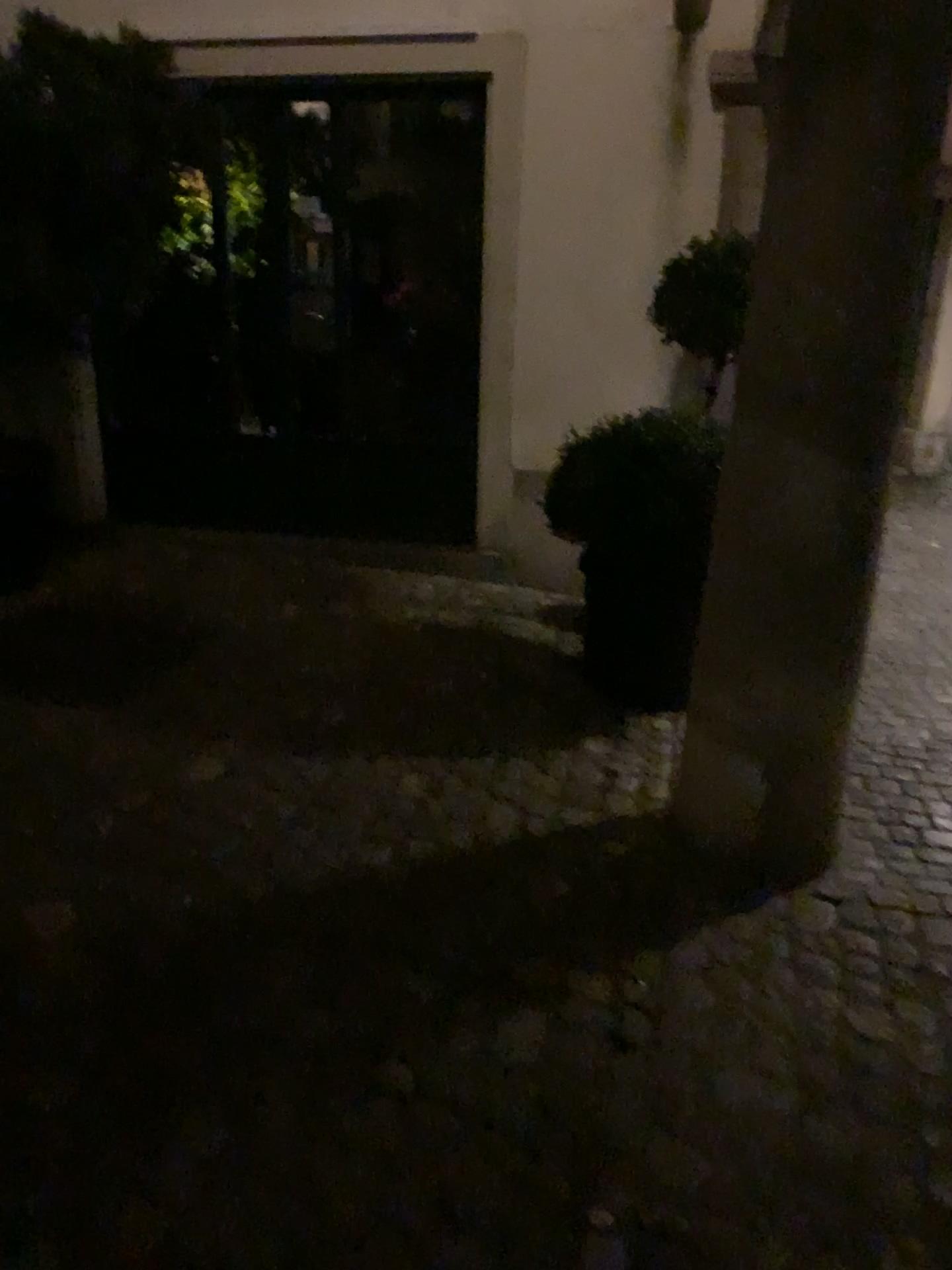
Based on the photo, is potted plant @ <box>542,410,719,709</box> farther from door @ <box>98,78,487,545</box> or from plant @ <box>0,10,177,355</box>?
plant @ <box>0,10,177,355</box>

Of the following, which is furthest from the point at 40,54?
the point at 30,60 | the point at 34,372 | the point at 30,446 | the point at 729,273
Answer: the point at 729,273

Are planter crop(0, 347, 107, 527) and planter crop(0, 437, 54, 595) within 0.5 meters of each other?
yes

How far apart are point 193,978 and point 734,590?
1.48m

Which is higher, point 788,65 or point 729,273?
point 788,65

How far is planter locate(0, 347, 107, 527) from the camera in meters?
3.8

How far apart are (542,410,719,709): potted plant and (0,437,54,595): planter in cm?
199

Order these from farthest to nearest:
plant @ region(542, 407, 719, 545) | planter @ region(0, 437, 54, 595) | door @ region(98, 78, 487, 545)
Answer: door @ region(98, 78, 487, 545) < planter @ region(0, 437, 54, 595) < plant @ region(542, 407, 719, 545)

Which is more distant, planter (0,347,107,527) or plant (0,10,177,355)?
planter (0,347,107,527)

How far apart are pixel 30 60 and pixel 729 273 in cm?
243
